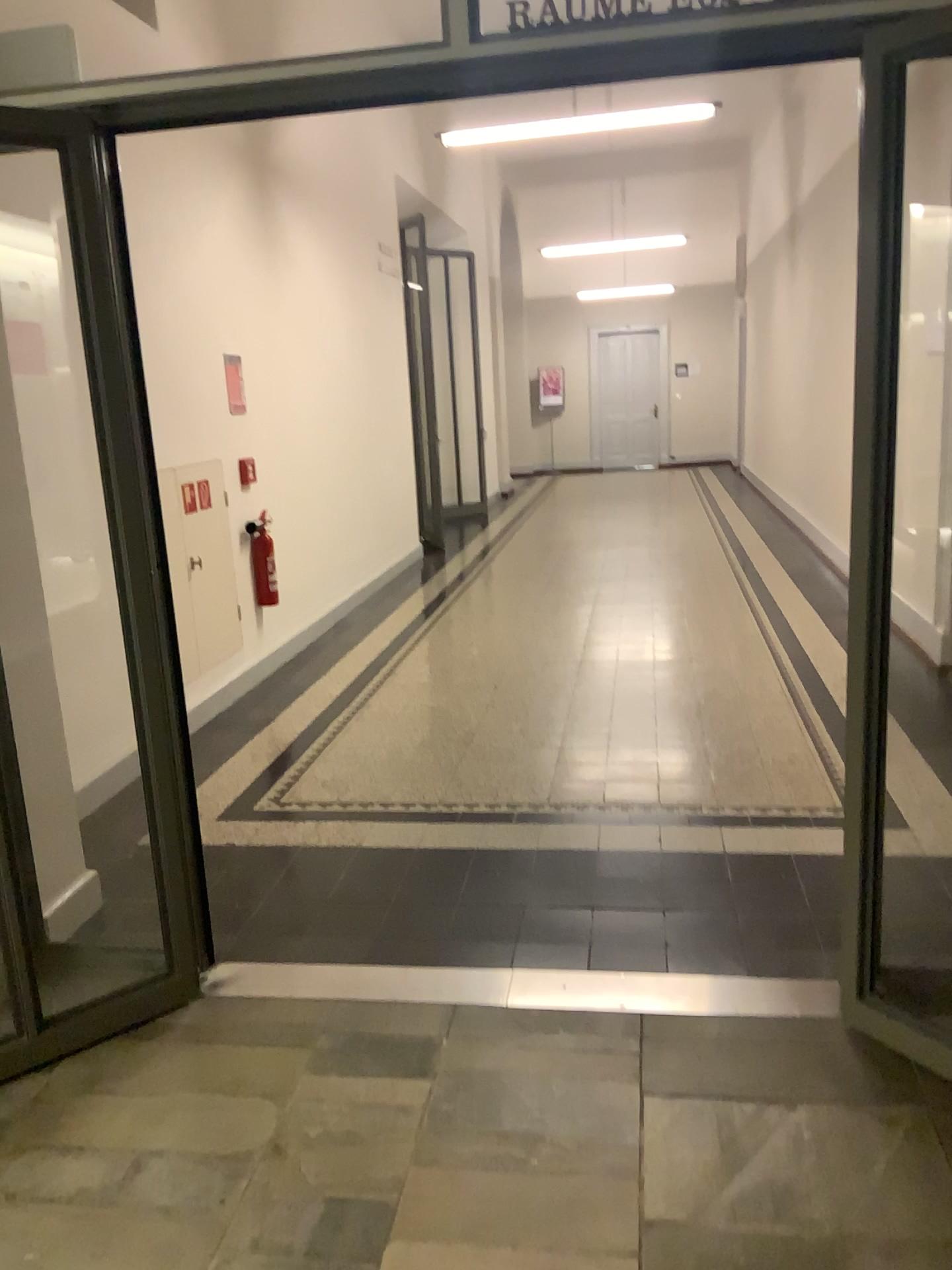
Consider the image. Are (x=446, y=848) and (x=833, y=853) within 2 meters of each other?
yes
